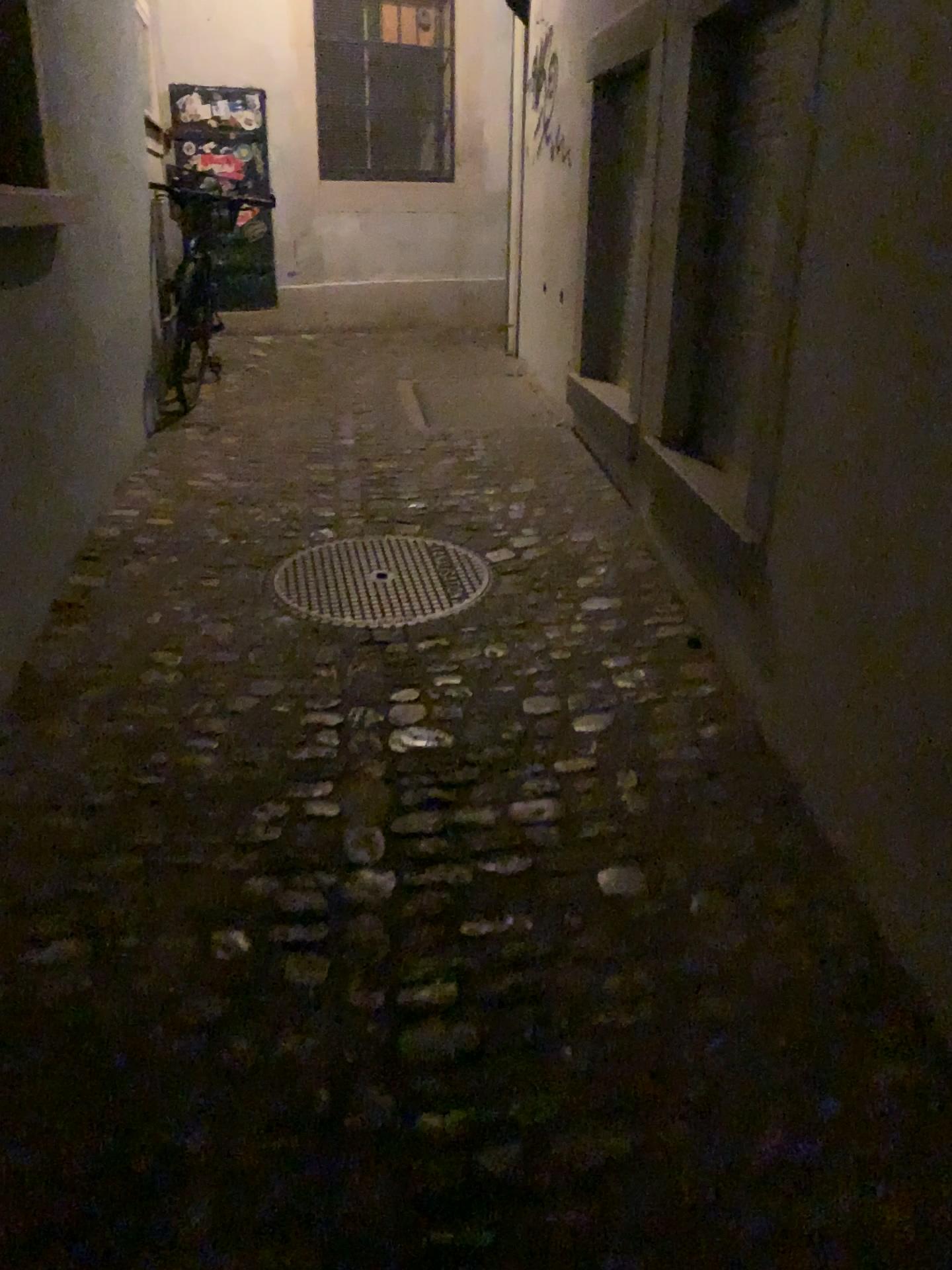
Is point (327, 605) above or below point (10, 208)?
below

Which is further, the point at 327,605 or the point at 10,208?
the point at 327,605

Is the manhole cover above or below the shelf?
below

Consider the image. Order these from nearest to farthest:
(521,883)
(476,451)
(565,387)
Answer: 1. (521,883)
2. (476,451)
3. (565,387)

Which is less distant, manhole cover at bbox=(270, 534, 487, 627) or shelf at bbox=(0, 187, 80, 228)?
shelf at bbox=(0, 187, 80, 228)
